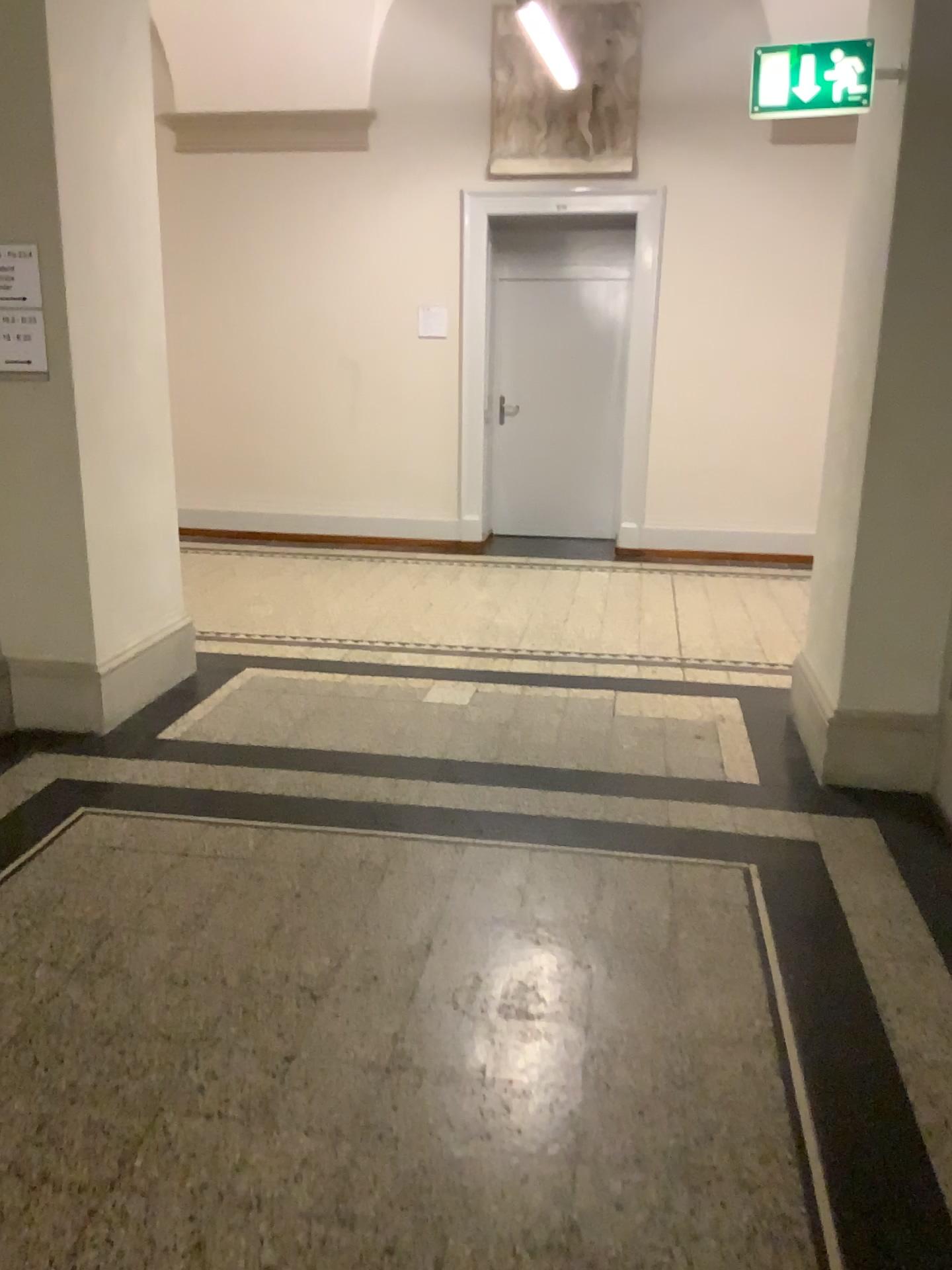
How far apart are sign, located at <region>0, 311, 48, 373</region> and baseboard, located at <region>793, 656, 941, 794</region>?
3.0m

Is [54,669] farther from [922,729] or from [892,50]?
[892,50]

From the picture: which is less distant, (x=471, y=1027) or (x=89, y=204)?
(x=471, y=1027)

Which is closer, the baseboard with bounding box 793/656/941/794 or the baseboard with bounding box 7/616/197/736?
the baseboard with bounding box 793/656/941/794

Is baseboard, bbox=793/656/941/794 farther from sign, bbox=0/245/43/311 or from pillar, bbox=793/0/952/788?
sign, bbox=0/245/43/311

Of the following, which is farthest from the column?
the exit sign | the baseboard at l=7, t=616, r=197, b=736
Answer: the exit sign

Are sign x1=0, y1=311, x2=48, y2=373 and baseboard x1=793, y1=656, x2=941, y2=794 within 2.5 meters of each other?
no

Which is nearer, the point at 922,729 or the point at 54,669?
the point at 922,729

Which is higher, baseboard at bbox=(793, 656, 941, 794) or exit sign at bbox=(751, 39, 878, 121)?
exit sign at bbox=(751, 39, 878, 121)

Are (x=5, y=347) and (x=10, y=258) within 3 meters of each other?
yes
